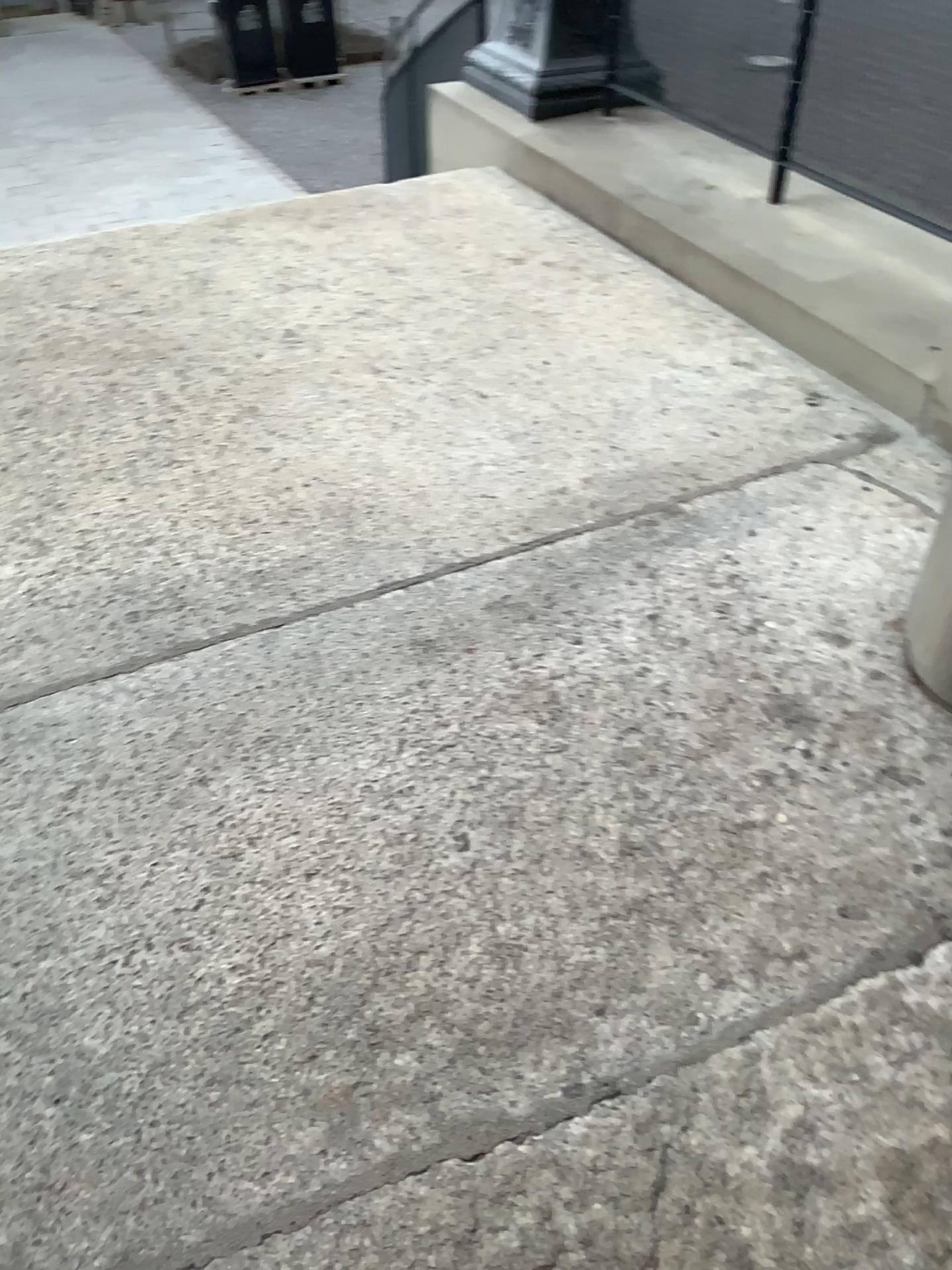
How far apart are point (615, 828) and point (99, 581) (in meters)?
1.24
